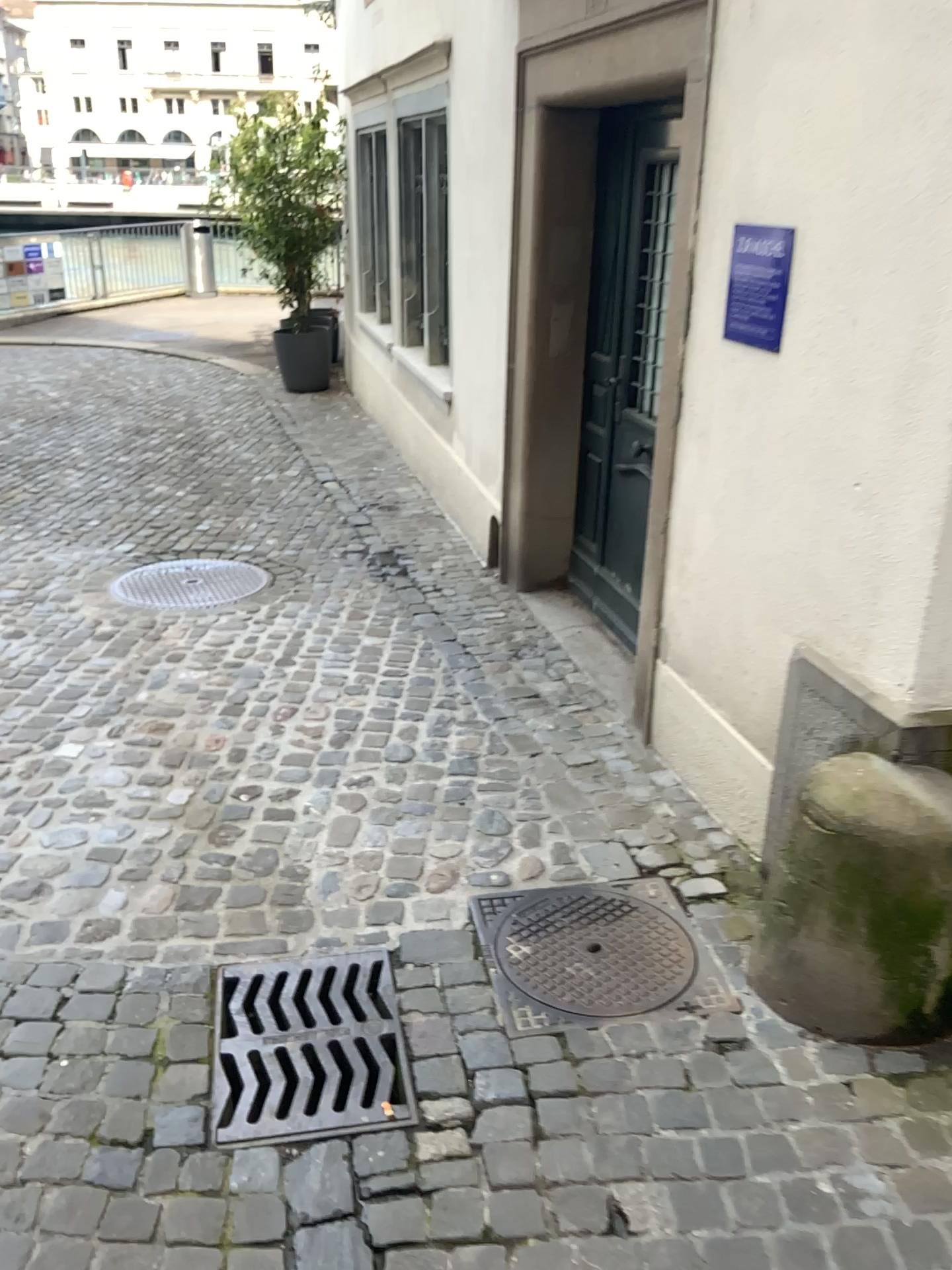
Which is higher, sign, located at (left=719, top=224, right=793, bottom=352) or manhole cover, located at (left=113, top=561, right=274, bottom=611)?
sign, located at (left=719, top=224, right=793, bottom=352)

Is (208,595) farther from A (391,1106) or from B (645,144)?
A (391,1106)

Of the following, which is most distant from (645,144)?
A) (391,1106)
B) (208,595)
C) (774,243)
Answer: (391,1106)

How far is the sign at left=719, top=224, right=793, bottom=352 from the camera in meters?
2.4 m

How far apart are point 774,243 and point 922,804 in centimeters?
129cm

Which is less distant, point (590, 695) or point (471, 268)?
point (590, 695)

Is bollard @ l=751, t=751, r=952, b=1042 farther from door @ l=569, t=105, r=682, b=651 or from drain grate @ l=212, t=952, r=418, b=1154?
door @ l=569, t=105, r=682, b=651

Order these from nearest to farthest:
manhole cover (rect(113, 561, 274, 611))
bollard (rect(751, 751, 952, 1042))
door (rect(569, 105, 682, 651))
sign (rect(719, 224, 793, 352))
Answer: bollard (rect(751, 751, 952, 1042)) < sign (rect(719, 224, 793, 352)) < door (rect(569, 105, 682, 651)) < manhole cover (rect(113, 561, 274, 611))

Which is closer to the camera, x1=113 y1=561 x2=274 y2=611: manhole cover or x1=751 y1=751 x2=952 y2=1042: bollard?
x1=751 y1=751 x2=952 y2=1042: bollard

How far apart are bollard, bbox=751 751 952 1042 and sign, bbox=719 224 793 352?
1.0 meters
